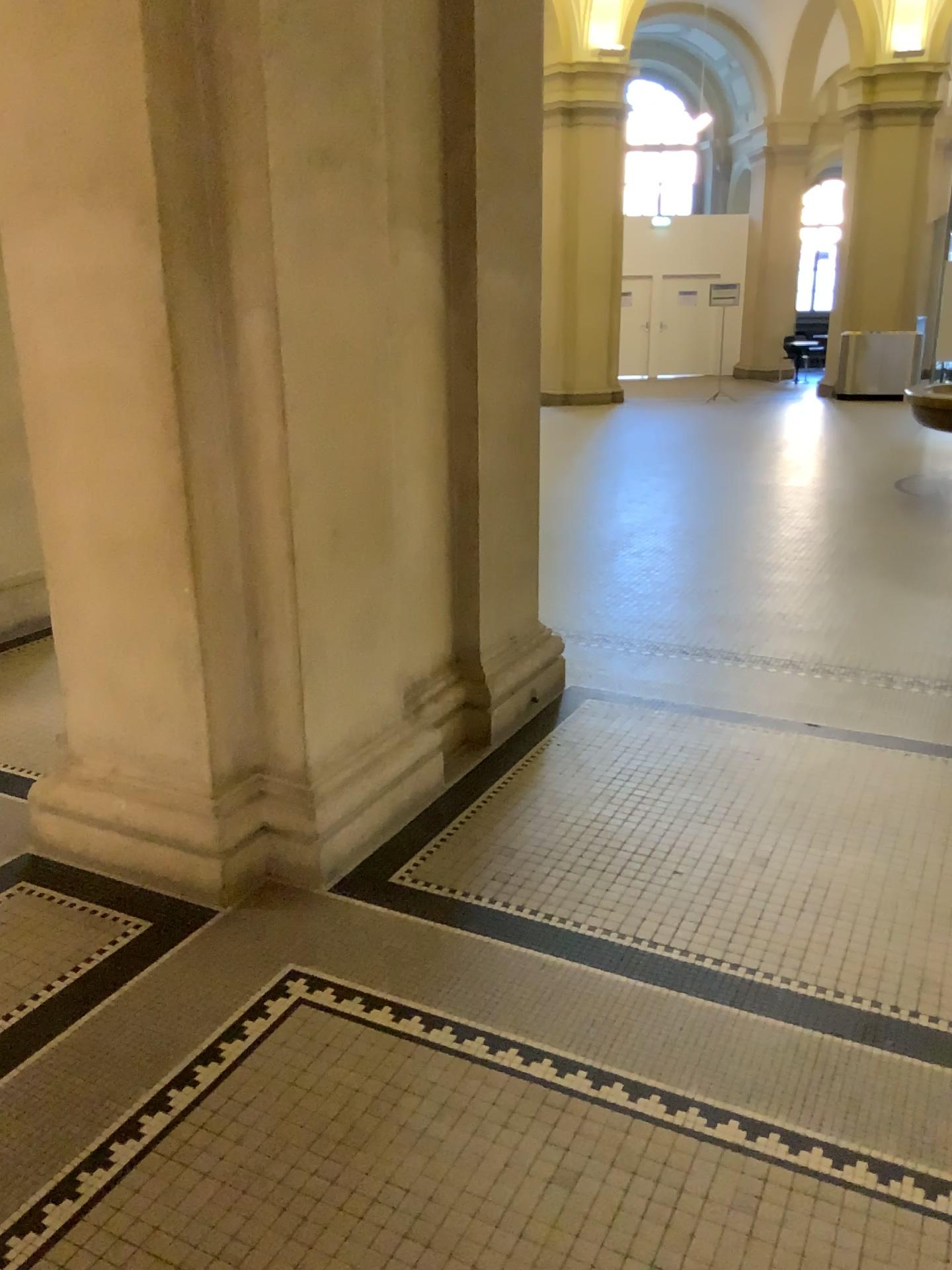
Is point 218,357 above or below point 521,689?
above
